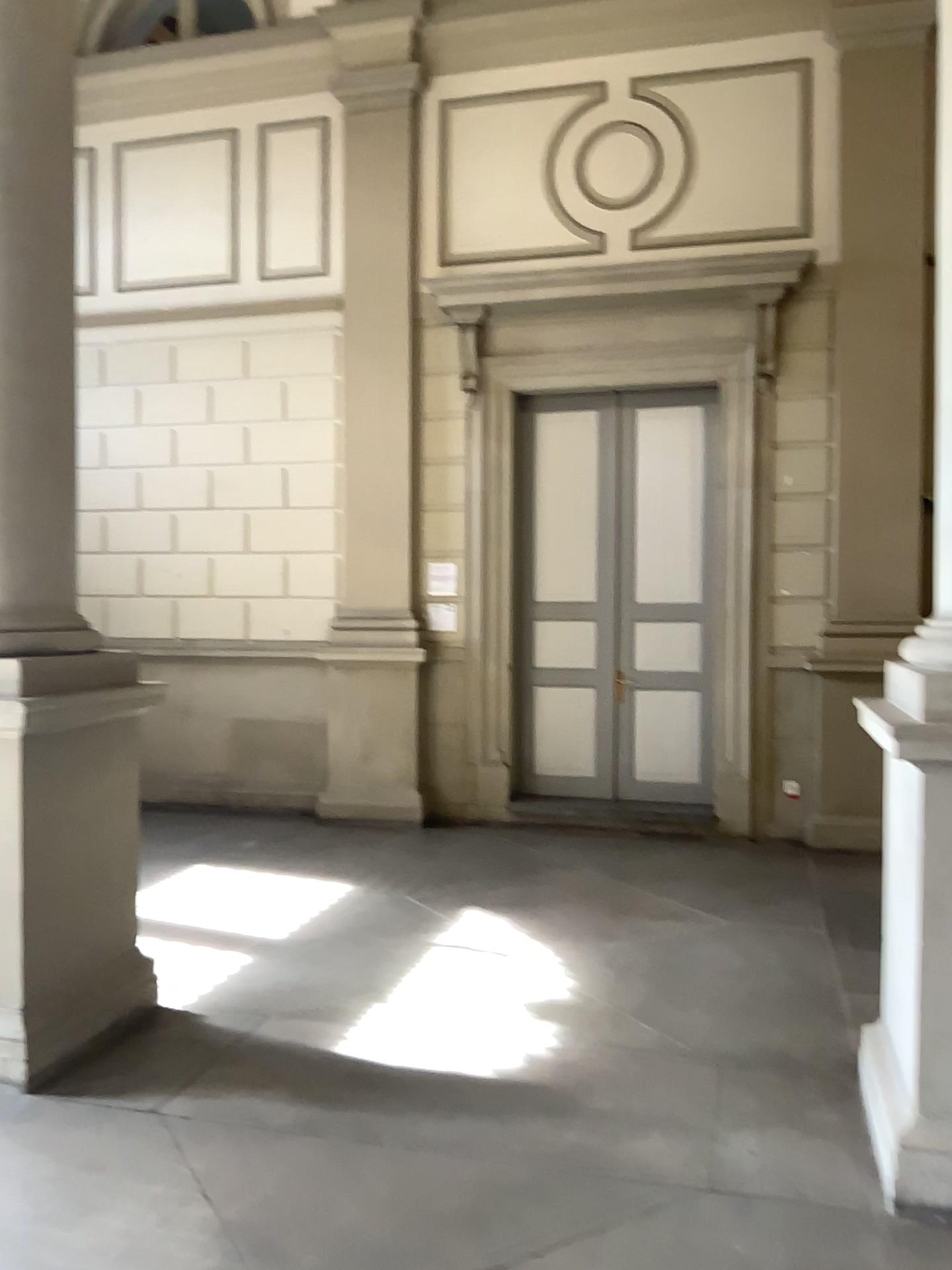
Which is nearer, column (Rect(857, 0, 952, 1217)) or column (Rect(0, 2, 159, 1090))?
column (Rect(857, 0, 952, 1217))

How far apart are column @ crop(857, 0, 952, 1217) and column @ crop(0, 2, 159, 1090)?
2.69m

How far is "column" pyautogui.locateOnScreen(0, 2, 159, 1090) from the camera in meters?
3.6 m

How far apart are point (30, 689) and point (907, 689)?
2.77m

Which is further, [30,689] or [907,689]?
[30,689]

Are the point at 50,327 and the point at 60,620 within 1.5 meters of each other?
yes

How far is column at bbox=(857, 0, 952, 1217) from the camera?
2.8m

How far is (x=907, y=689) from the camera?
2.8m
